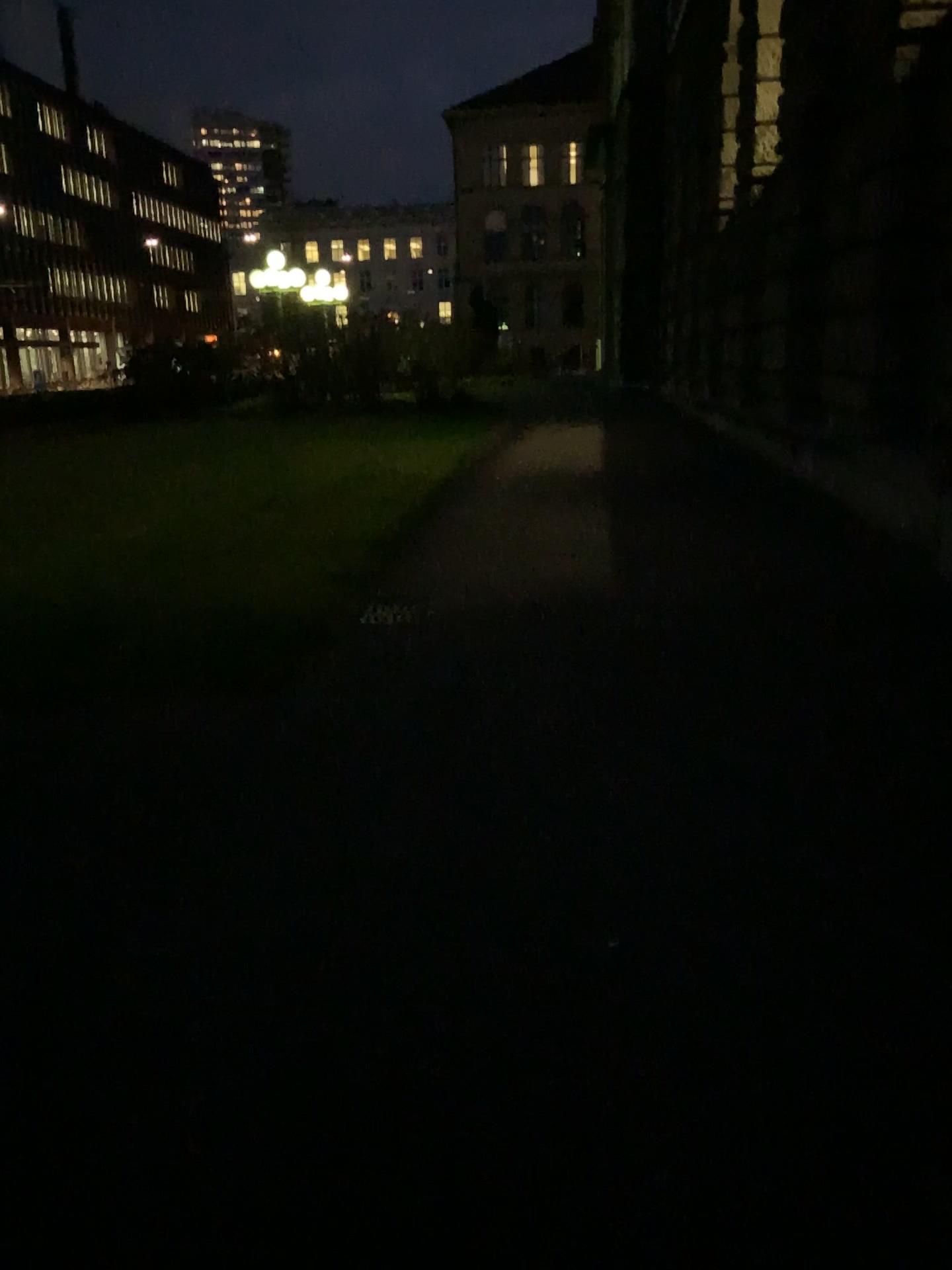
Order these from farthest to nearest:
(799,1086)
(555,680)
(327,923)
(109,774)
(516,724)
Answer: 1. (555,680)
2. (516,724)
3. (109,774)
4. (327,923)
5. (799,1086)
